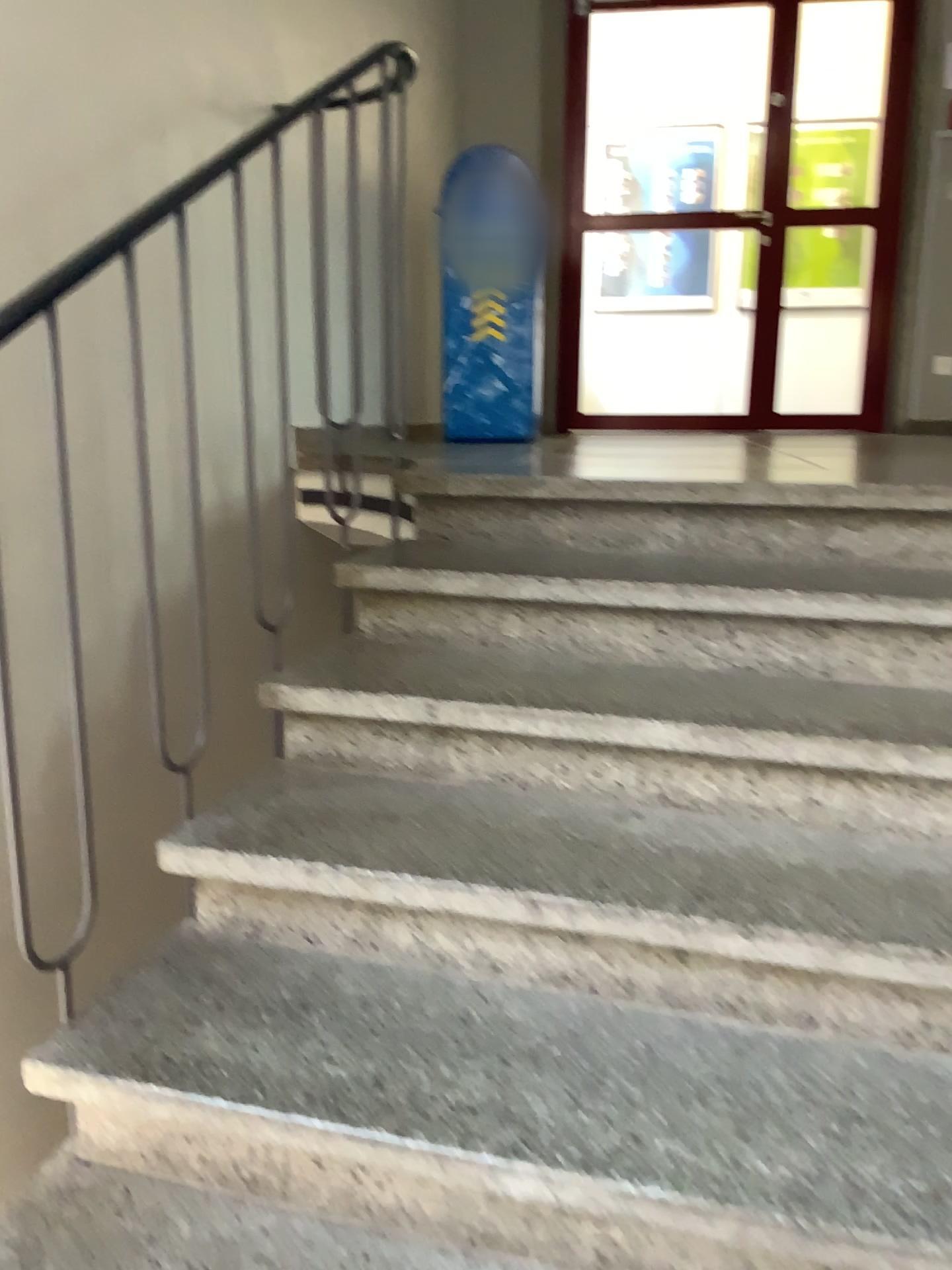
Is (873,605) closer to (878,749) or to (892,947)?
(878,749)

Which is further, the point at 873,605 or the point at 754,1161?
the point at 873,605

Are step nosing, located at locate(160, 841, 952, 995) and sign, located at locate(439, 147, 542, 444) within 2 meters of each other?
no

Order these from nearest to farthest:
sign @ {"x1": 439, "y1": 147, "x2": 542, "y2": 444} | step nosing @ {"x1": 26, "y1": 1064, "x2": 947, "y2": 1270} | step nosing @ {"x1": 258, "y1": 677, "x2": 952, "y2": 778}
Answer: step nosing @ {"x1": 26, "y1": 1064, "x2": 947, "y2": 1270} < step nosing @ {"x1": 258, "y1": 677, "x2": 952, "y2": 778} < sign @ {"x1": 439, "y1": 147, "x2": 542, "y2": 444}

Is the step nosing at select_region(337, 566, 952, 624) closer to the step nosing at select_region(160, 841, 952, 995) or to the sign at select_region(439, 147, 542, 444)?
the step nosing at select_region(160, 841, 952, 995)

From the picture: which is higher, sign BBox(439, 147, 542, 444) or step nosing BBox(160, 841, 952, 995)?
sign BBox(439, 147, 542, 444)

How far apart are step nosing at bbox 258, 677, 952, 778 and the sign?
2.5 meters

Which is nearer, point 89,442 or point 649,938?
point 649,938

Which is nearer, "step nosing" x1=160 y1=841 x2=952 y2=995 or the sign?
"step nosing" x1=160 y1=841 x2=952 y2=995

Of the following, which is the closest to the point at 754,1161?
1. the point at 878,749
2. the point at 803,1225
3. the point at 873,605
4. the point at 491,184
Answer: the point at 803,1225
